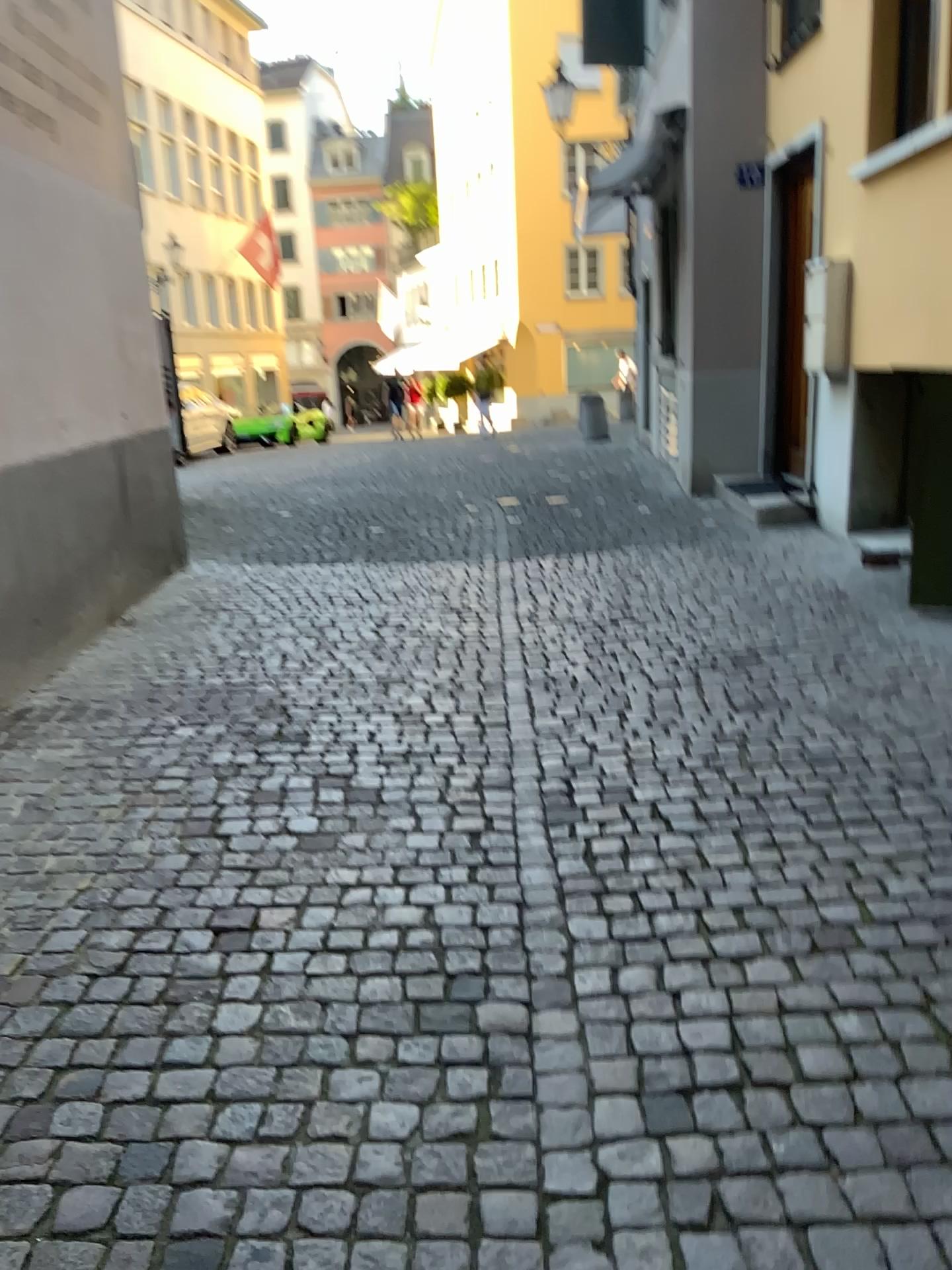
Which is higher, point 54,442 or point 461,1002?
point 54,442
